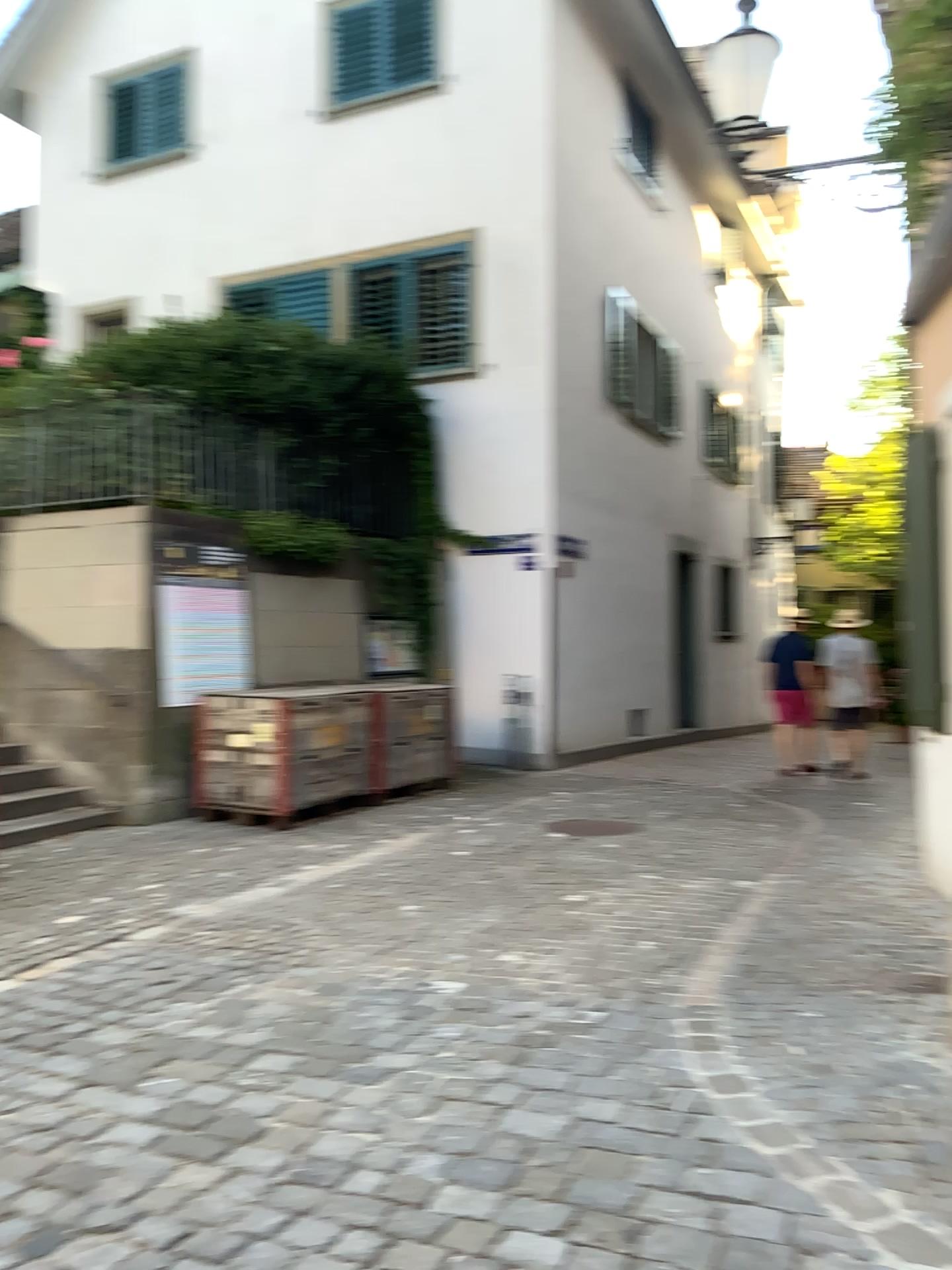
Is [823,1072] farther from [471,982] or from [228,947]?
[228,947]
